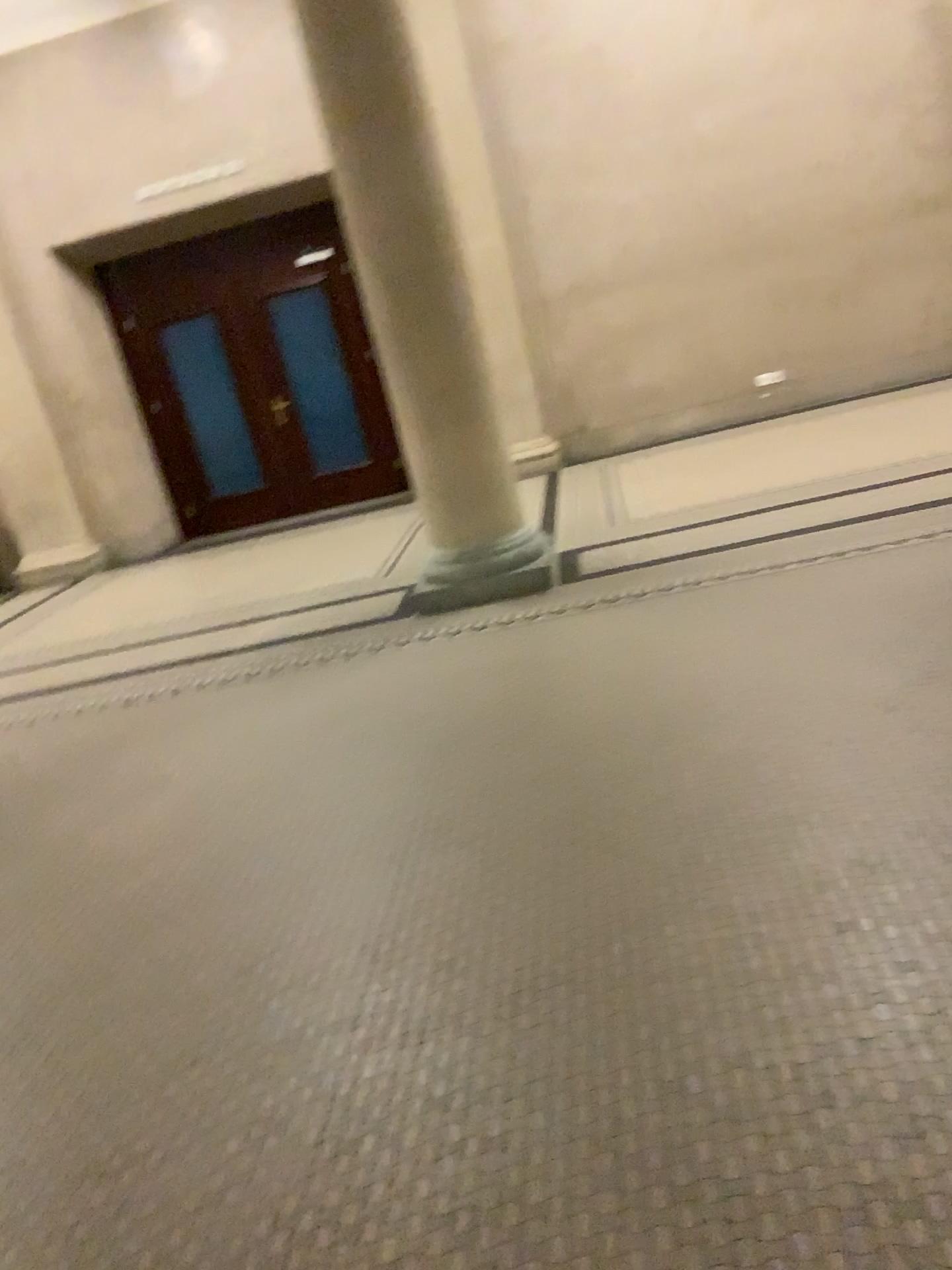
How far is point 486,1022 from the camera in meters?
2.2 m
